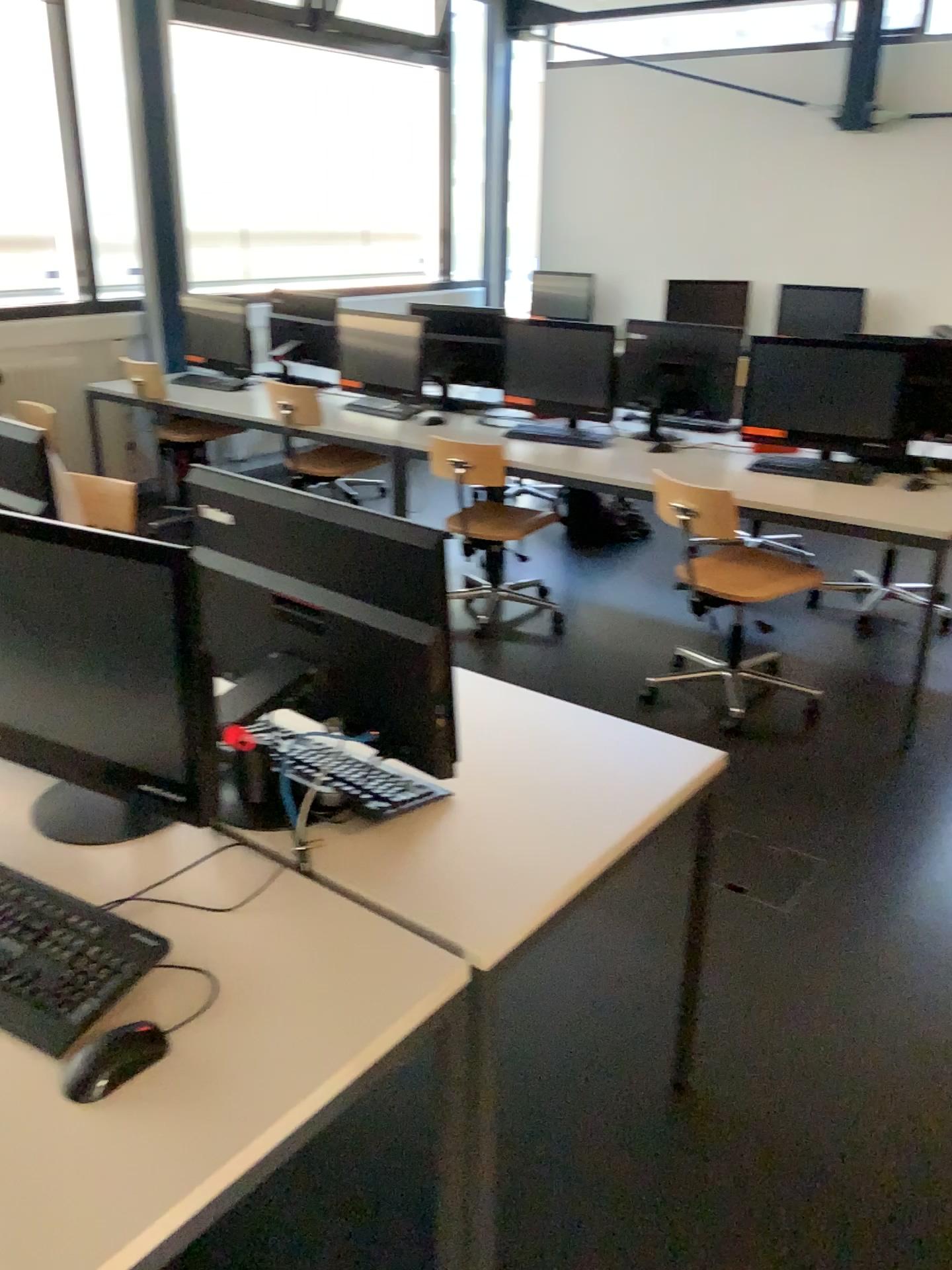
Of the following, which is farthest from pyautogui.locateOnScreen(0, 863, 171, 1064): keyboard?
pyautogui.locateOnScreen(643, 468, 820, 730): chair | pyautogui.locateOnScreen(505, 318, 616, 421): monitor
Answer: pyautogui.locateOnScreen(505, 318, 616, 421): monitor

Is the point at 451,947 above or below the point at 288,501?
below

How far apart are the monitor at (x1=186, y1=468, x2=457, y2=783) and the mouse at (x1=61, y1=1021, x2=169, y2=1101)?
0.5m

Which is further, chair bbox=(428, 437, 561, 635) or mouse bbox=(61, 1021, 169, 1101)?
chair bbox=(428, 437, 561, 635)

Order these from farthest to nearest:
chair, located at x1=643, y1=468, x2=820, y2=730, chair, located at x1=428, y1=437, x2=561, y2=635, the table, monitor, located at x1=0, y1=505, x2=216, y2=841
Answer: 1. chair, located at x1=428, y1=437, x2=561, y2=635
2. chair, located at x1=643, y1=468, x2=820, y2=730
3. monitor, located at x1=0, y1=505, x2=216, y2=841
4. the table

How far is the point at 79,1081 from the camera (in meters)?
1.11

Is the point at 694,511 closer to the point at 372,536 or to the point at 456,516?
the point at 456,516

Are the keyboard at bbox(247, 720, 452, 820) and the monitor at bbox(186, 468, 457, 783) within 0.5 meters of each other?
yes

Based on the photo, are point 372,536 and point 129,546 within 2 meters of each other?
yes

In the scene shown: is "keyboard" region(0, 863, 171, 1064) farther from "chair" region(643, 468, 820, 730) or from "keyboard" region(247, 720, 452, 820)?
"chair" region(643, 468, 820, 730)
